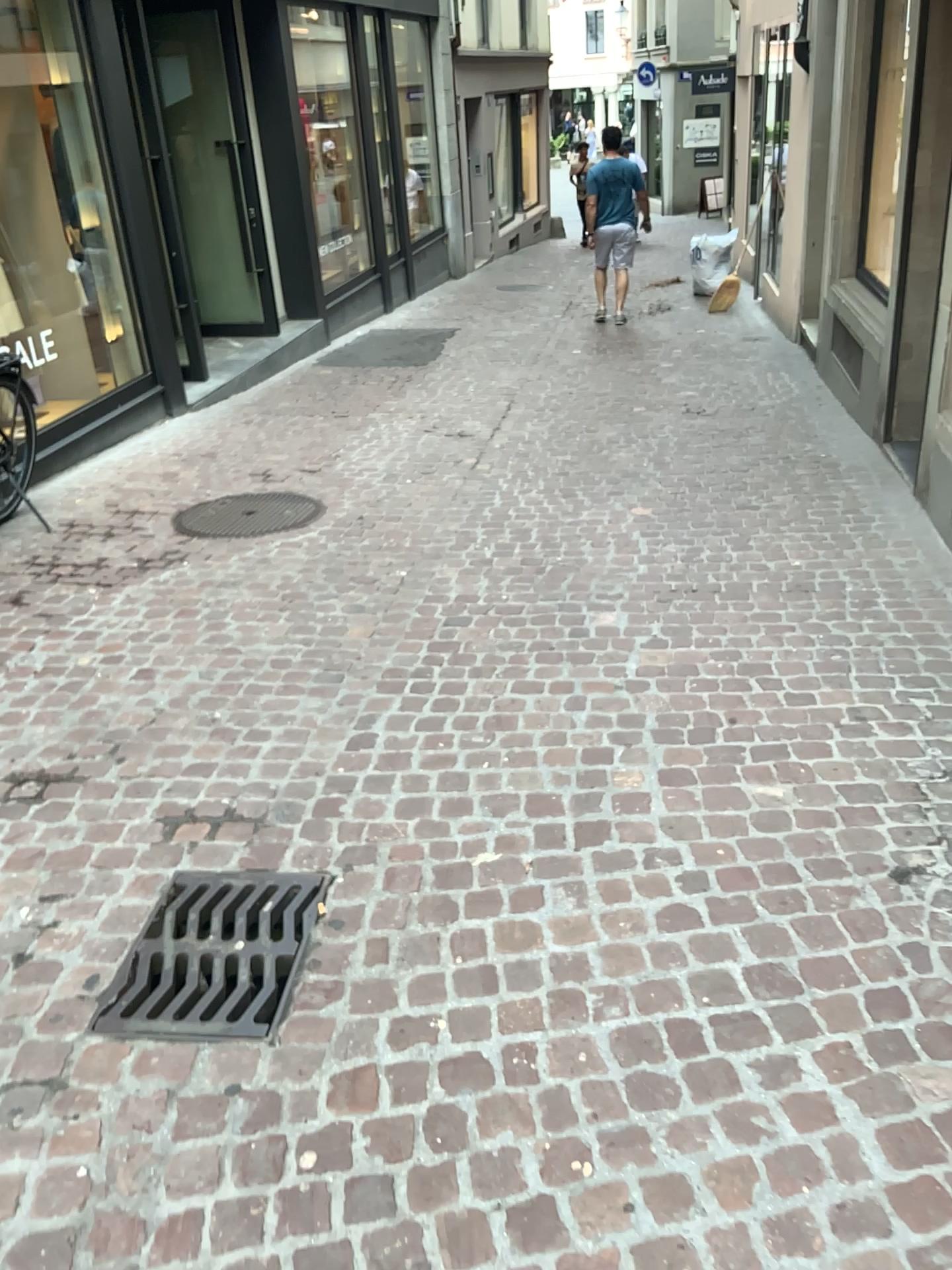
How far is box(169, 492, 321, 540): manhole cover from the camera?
5.1m

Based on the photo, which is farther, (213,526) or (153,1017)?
(213,526)

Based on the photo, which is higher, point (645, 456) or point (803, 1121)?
point (803, 1121)

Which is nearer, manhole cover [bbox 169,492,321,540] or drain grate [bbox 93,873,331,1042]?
drain grate [bbox 93,873,331,1042]

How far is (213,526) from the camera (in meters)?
5.06
